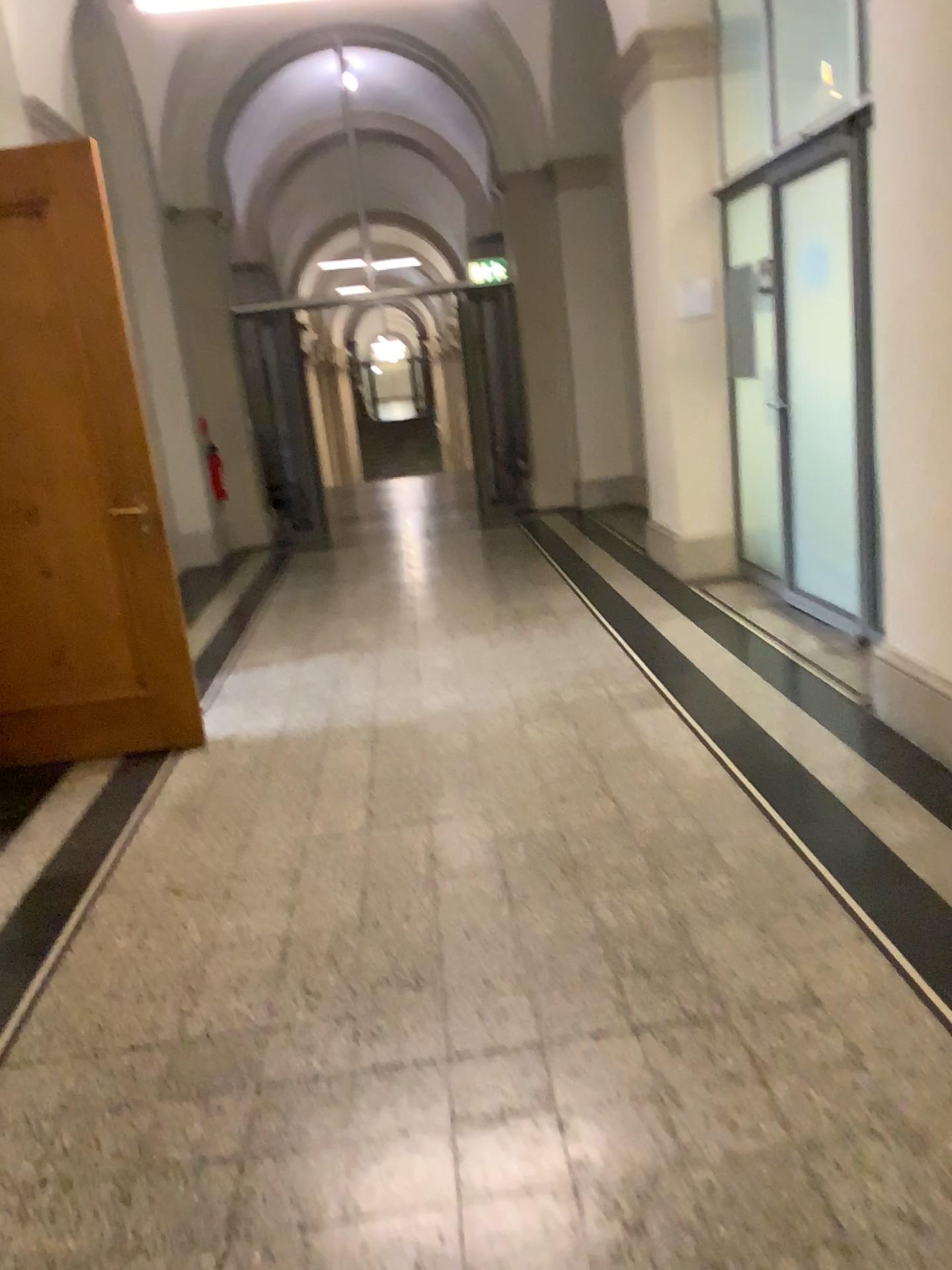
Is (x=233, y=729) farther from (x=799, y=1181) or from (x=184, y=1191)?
(x=799, y=1181)

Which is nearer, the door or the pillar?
the pillar

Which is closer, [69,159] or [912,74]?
[912,74]

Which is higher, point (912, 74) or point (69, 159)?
point (69, 159)
